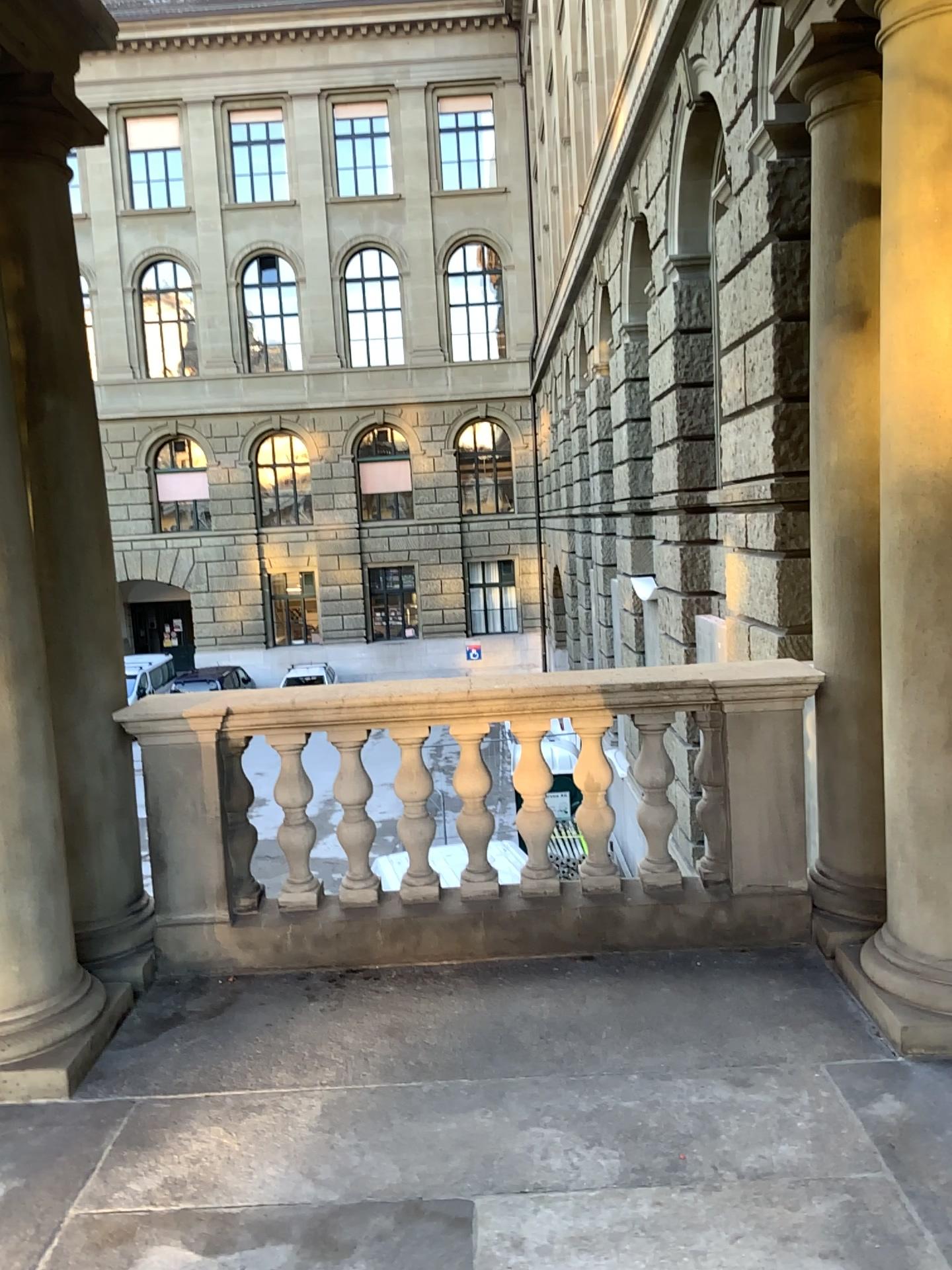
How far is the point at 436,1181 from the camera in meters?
2.6
